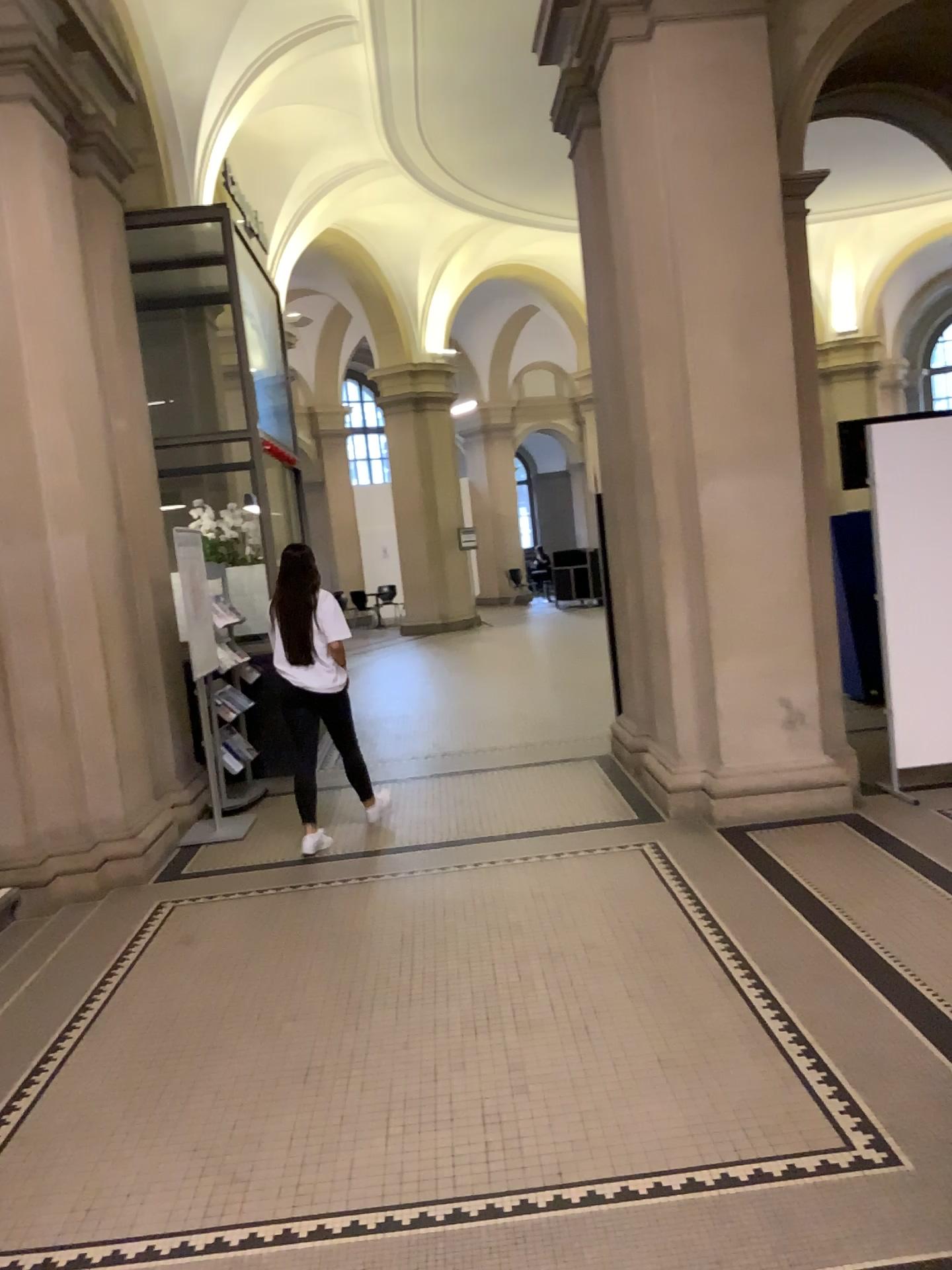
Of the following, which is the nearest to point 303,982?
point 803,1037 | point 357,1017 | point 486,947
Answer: point 357,1017
